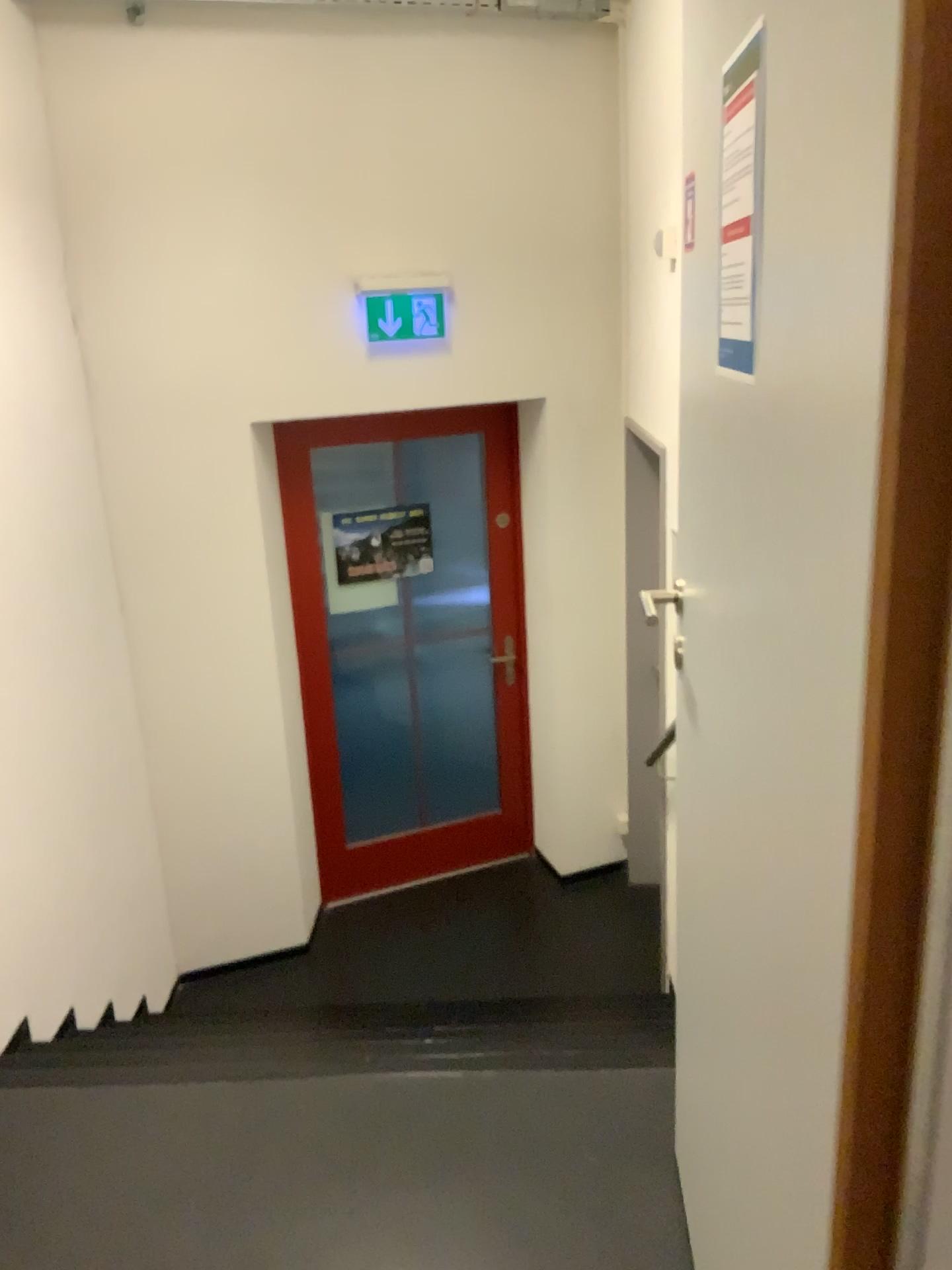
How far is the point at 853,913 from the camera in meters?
0.7

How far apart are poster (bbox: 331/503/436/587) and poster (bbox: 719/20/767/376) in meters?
3.3

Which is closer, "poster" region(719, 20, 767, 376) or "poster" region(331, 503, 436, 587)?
"poster" region(719, 20, 767, 376)

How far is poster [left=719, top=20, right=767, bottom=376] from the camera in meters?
0.9 m

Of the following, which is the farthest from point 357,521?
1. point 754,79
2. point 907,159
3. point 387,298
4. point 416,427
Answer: point 907,159

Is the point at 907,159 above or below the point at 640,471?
above

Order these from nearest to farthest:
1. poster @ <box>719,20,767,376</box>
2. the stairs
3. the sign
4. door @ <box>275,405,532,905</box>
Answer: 1. poster @ <box>719,20,767,376</box>
2. the stairs
3. the sign
4. door @ <box>275,405,532,905</box>

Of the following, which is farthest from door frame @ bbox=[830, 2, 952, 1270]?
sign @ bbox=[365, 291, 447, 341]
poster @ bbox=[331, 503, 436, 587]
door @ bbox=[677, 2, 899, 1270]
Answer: poster @ bbox=[331, 503, 436, 587]

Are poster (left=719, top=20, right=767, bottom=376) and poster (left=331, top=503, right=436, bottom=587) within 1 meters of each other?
no

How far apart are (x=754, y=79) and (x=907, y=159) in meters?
0.4 m
